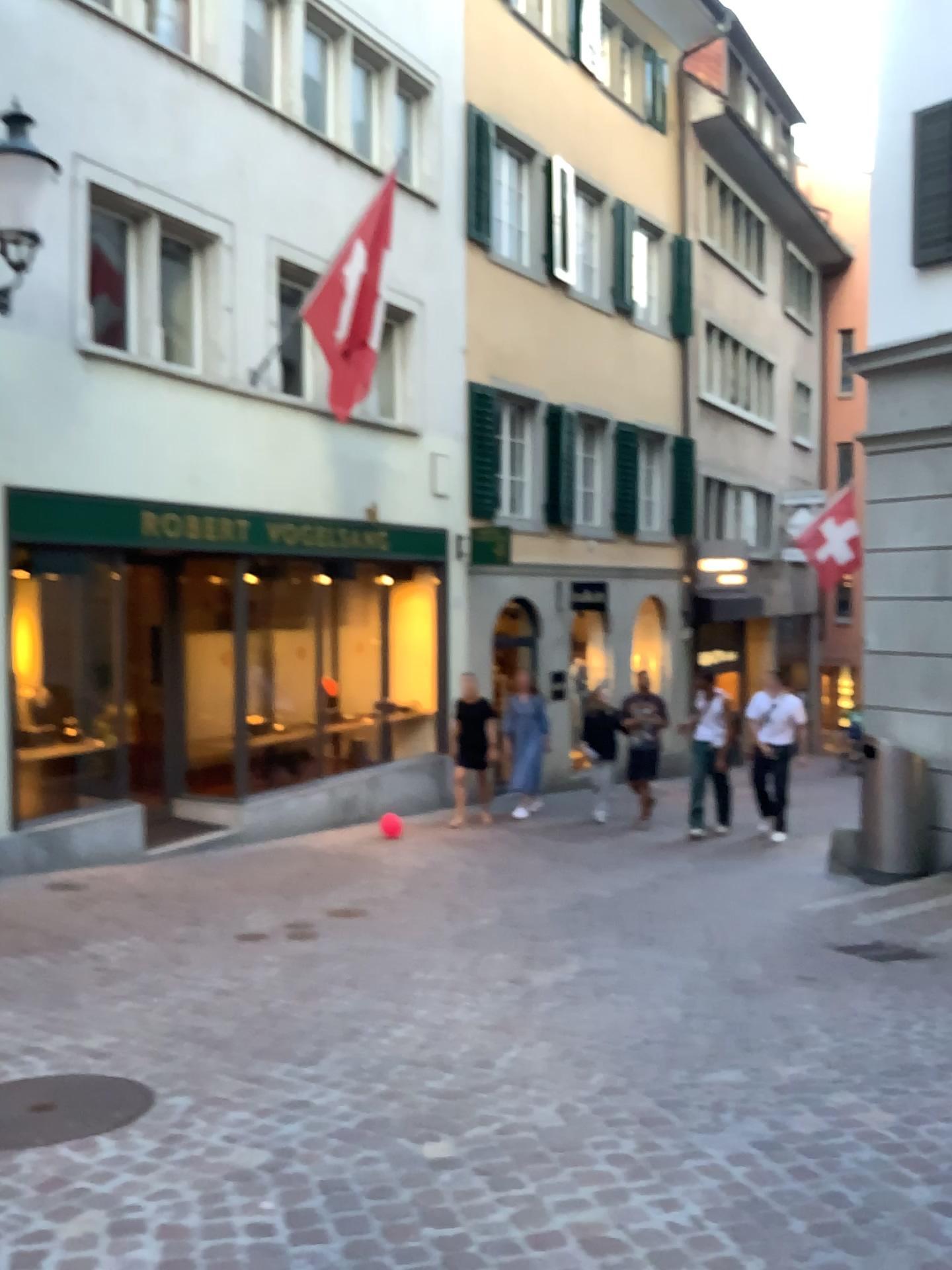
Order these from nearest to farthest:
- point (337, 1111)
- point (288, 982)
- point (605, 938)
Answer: point (337, 1111)
point (288, 982)
point (605, 938)
